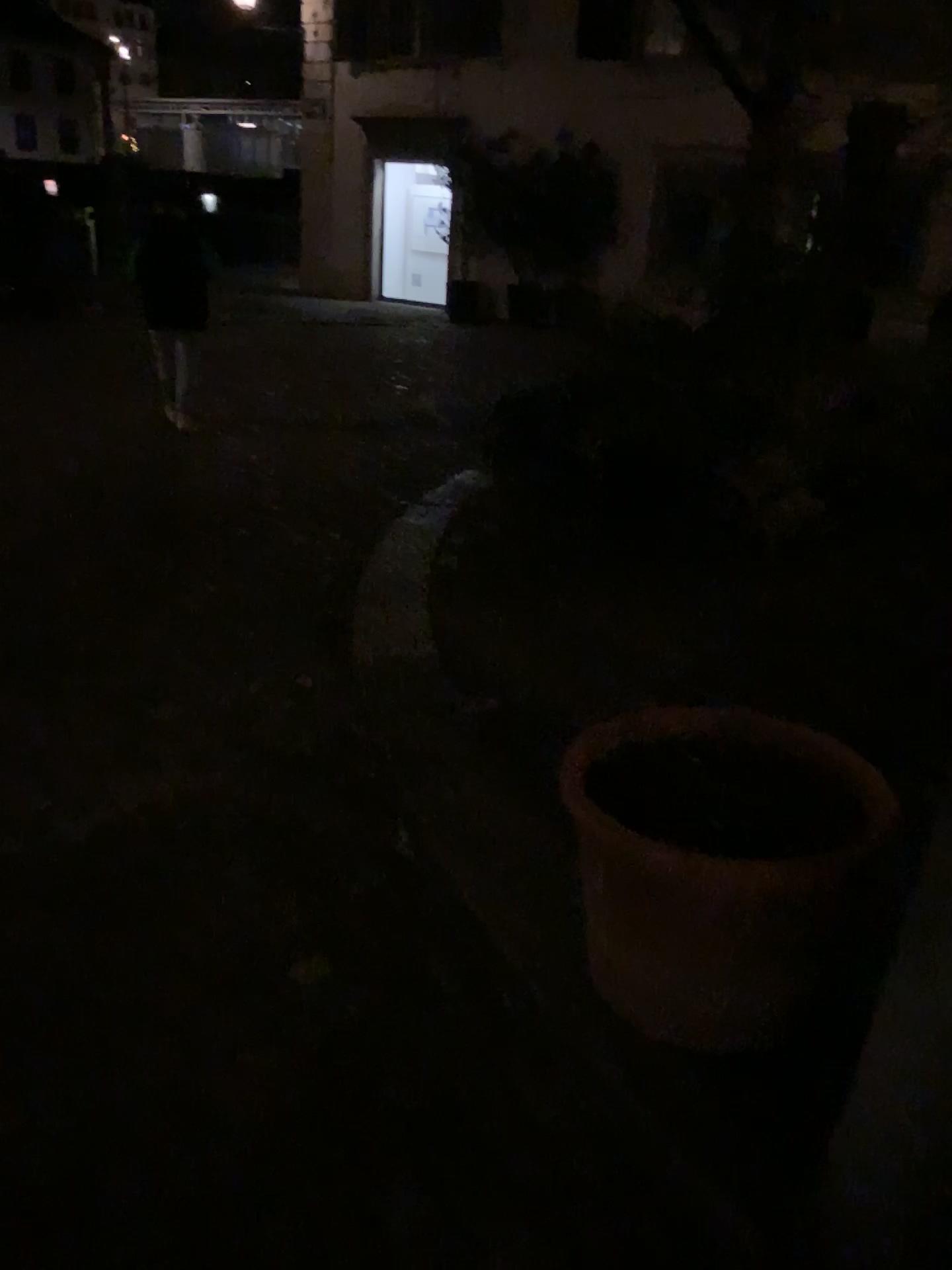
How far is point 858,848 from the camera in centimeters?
168cm

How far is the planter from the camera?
1.7m

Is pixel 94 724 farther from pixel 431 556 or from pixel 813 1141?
pixel 813 1141
